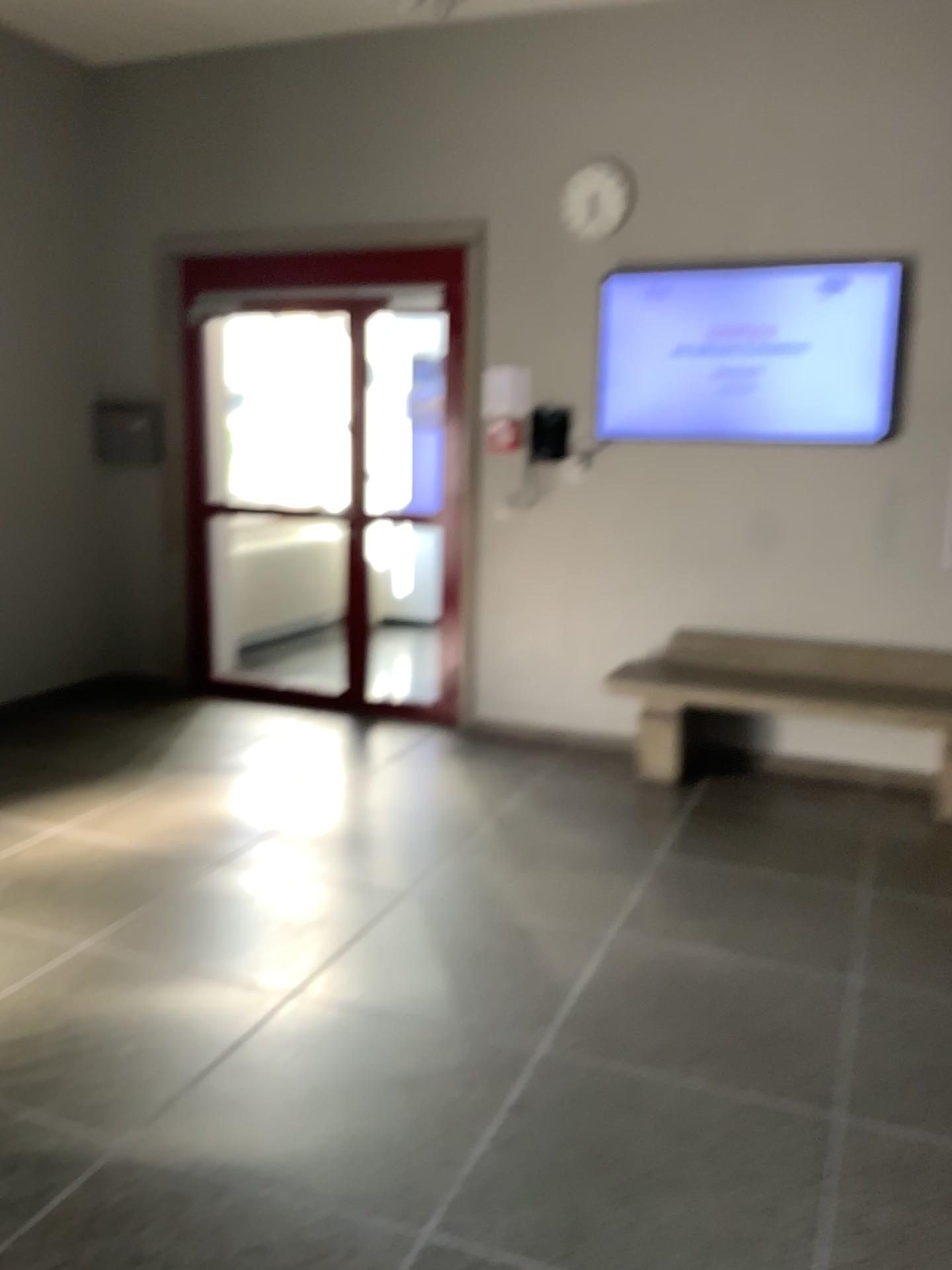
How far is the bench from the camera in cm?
462

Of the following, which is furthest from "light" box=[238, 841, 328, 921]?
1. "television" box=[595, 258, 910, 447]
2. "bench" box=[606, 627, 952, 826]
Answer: "television" box=[595, 258, 910, 447]

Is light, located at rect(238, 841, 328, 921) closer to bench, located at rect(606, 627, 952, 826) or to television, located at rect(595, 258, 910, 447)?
bench, located at rect(606, 627, 952, 826)

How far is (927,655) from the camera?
4.6m

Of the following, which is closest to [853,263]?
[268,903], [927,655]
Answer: [927,655]

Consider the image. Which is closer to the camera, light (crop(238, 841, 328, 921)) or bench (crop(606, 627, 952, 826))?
light (crop(238, 841, 328, 921))

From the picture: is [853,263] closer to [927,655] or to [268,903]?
[927,655]

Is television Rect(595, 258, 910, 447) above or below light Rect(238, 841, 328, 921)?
above

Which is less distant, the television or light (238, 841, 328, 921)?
light (238, 841, 328, 921)

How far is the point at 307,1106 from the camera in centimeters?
234cm
